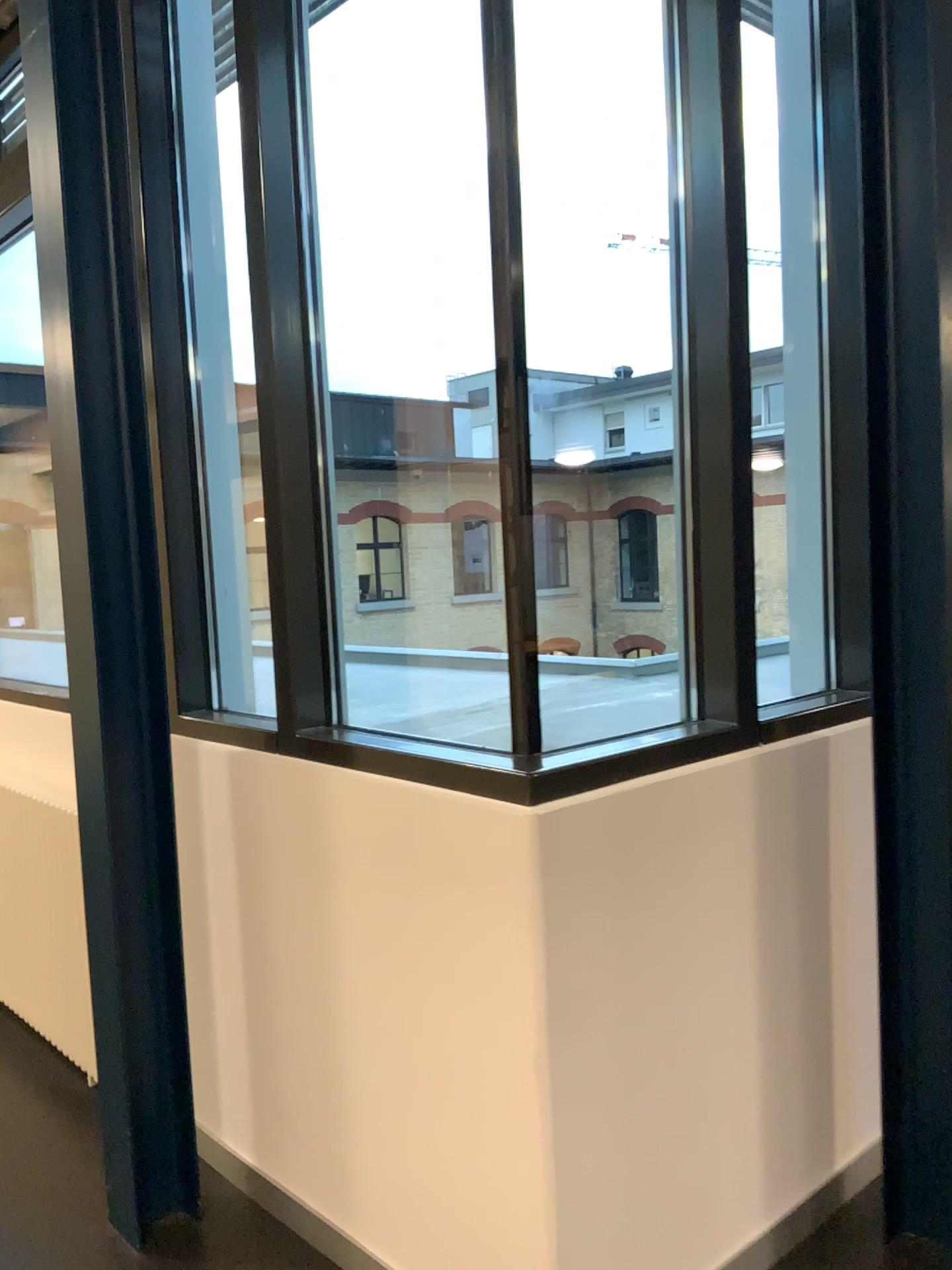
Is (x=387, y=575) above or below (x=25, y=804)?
above

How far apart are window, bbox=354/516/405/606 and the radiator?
1.4m

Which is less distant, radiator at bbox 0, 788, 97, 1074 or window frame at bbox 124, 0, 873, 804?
window frame at bbox 124, 0, 873, 804

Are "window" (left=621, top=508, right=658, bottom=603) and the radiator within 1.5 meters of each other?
no

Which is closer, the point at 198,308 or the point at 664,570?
the point at 664,570

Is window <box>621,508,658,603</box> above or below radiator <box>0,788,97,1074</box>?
above

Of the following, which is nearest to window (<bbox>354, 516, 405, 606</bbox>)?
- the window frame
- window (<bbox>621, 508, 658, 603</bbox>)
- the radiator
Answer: the window frame

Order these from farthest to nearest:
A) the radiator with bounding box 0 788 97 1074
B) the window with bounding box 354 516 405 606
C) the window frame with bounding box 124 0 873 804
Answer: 1. the radiator with bounding box 0 788 97 1074
2. the window with bounding box 354 516 405 606
3. the window frame with bounding box 124 0 873 804

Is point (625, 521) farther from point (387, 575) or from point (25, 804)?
point (25, 804)

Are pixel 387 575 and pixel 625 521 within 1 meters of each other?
yes
